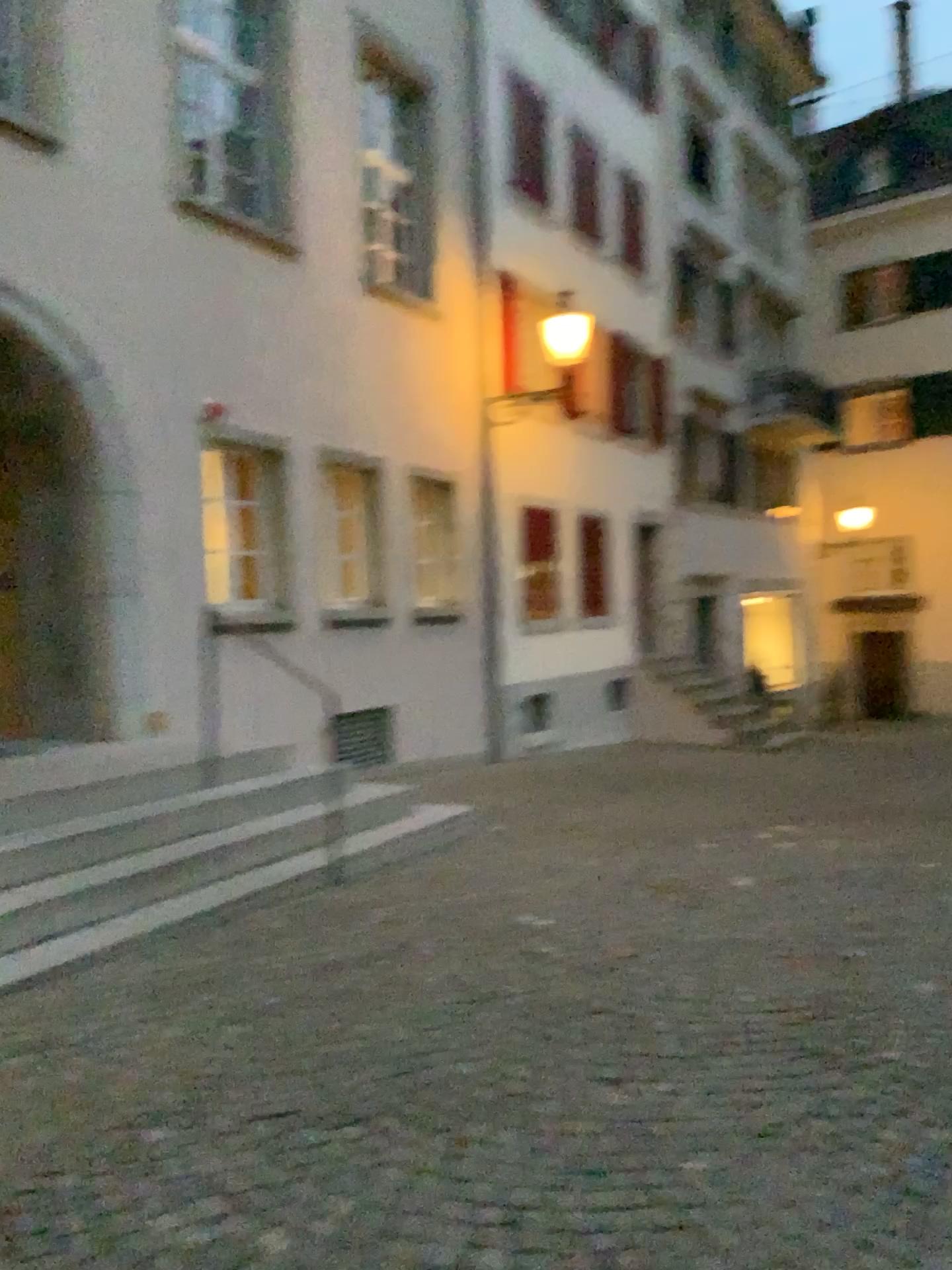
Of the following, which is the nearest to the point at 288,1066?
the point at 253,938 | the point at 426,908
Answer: the point at 253,938
